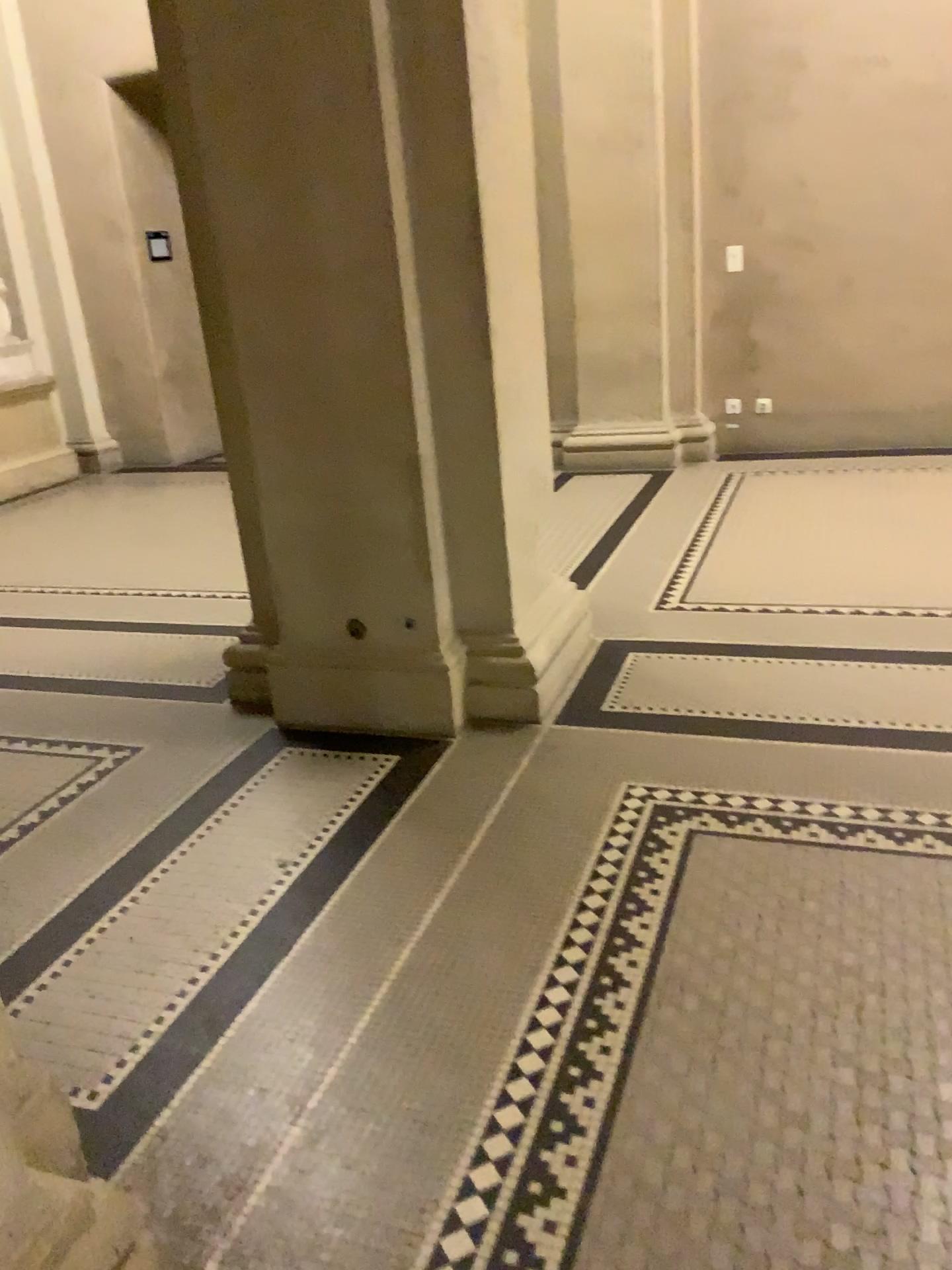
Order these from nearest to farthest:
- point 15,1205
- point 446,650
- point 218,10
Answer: point 15,1205 → point 218,10 → point 446,650

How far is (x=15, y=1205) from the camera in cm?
134

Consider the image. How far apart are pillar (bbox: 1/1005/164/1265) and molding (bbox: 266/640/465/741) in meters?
1.7

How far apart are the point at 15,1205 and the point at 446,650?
2.0m

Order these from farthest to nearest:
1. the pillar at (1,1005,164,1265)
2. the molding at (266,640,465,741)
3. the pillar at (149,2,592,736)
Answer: the molding at (266,640,465,741) → the pillar at (149,2,592,736) → the pillar at (1,1005,164,1265)

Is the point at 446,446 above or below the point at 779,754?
above

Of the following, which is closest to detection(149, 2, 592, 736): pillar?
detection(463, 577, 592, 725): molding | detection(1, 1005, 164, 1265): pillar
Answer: detection(463, 577, 592, 725): molding

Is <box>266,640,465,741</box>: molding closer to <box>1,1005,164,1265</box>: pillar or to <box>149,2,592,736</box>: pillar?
<box>149,2,592,736</box>: pillar

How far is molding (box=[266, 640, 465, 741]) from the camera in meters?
3.1 m

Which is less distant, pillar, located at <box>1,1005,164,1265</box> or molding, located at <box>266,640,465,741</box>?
pillar, located at <box>1,1005,164,1265</box>
